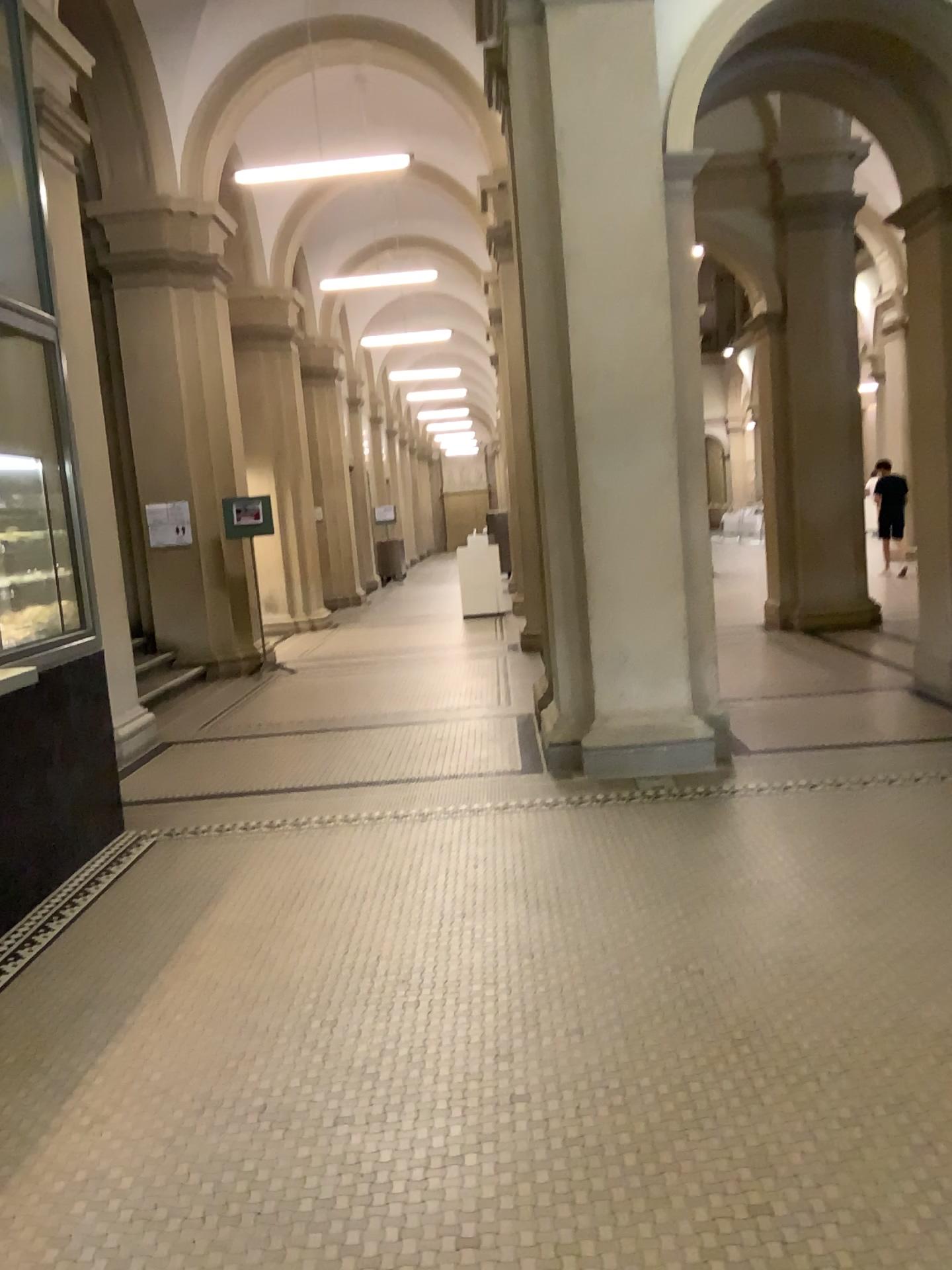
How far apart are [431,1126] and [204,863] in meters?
2.3 m
